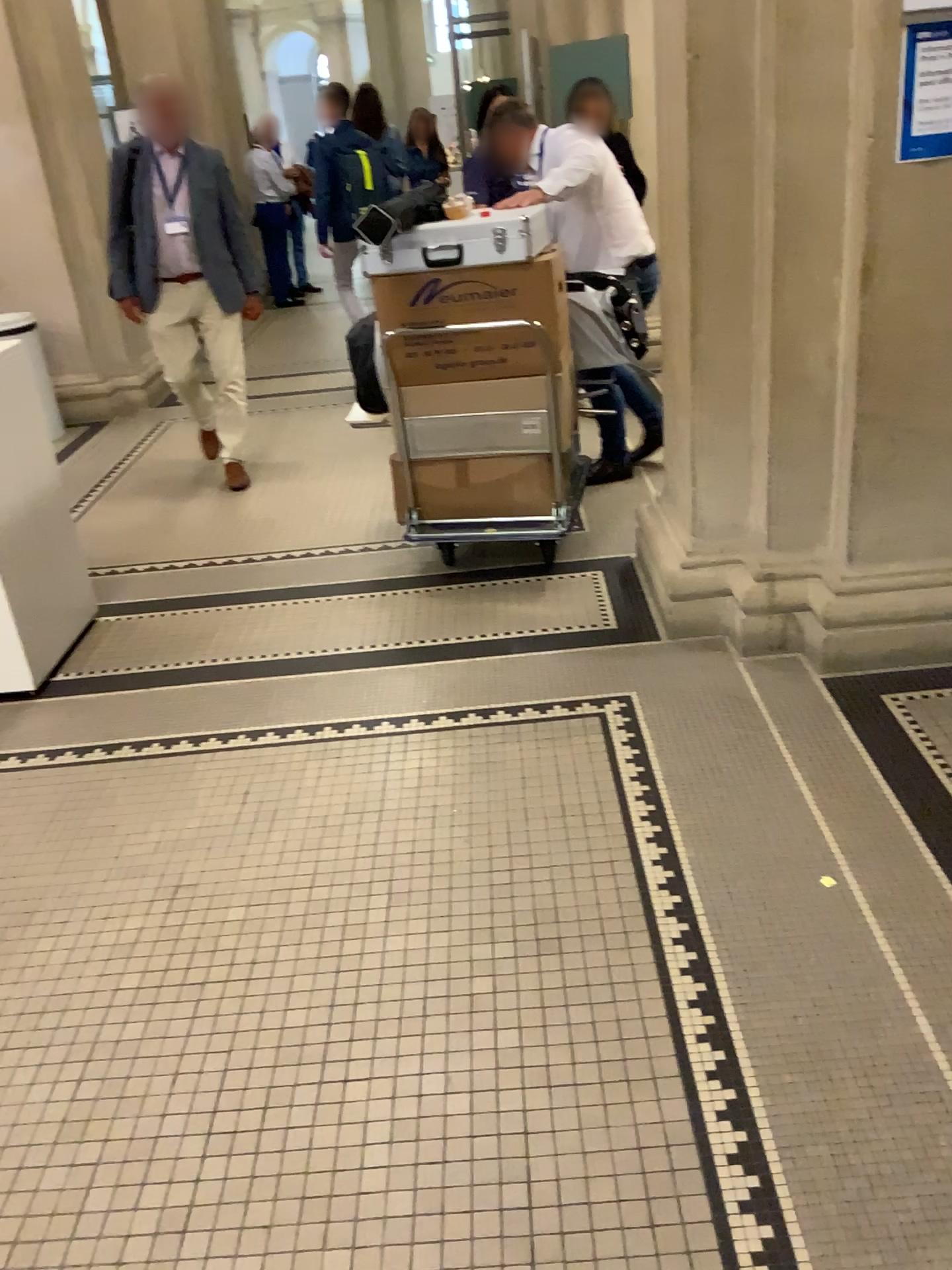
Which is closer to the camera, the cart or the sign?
the sign

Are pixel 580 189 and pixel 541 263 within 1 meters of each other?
yes

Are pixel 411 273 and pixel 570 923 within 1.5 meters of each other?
no

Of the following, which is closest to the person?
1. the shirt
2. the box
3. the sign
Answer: the shirt

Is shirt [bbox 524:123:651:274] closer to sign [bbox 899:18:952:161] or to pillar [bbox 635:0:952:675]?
pillar [bbox 635:0:952:675]

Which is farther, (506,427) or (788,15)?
(506,427)

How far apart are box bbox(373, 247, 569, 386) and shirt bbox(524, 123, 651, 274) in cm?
30

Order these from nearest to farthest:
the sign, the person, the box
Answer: the sign
the box
the person

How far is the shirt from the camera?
3.7m

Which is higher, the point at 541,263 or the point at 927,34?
the point at 927,34
